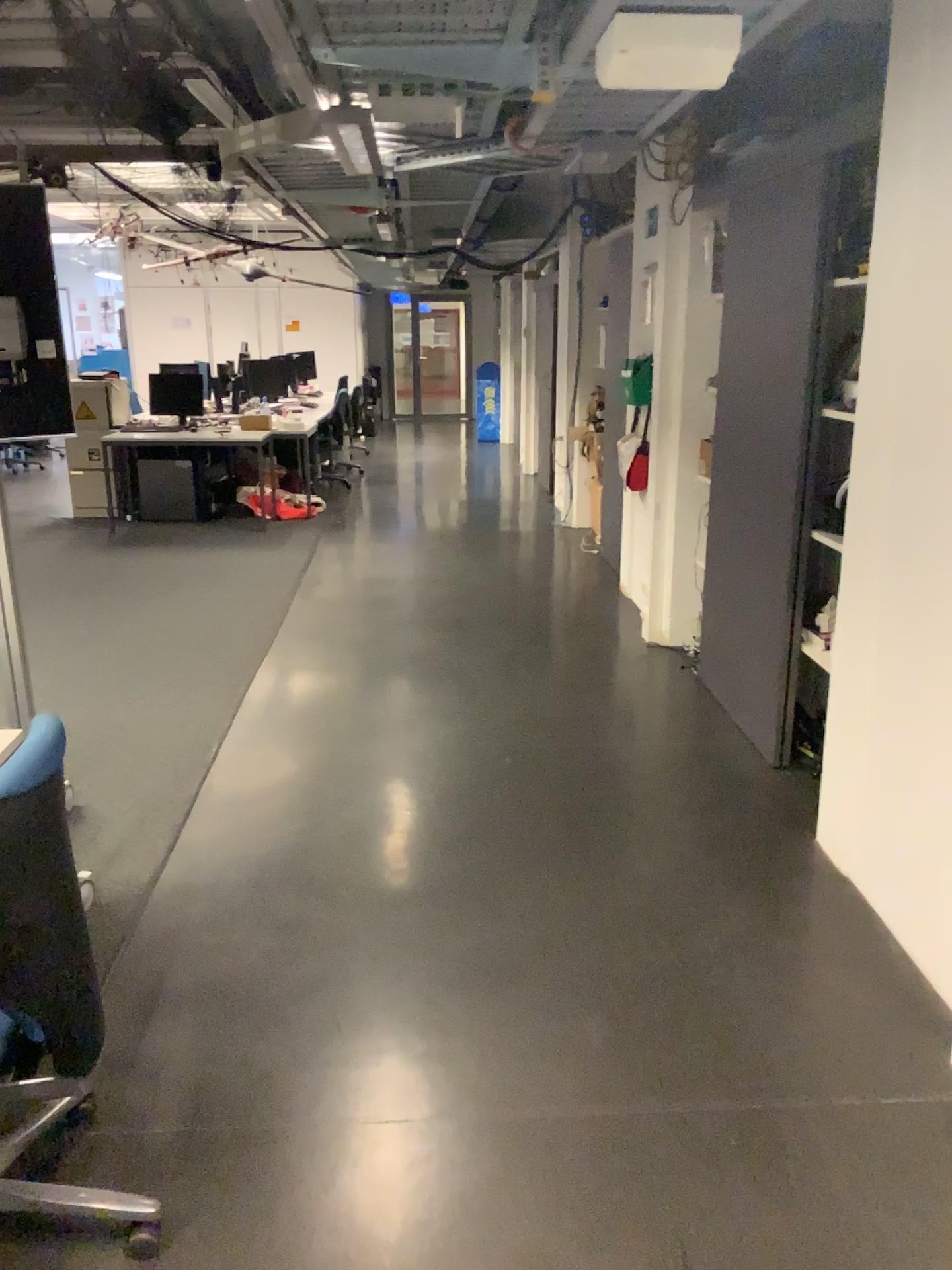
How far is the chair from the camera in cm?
153

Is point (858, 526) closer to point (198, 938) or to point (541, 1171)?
point (541, 1171)

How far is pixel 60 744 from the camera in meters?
1.5 m
